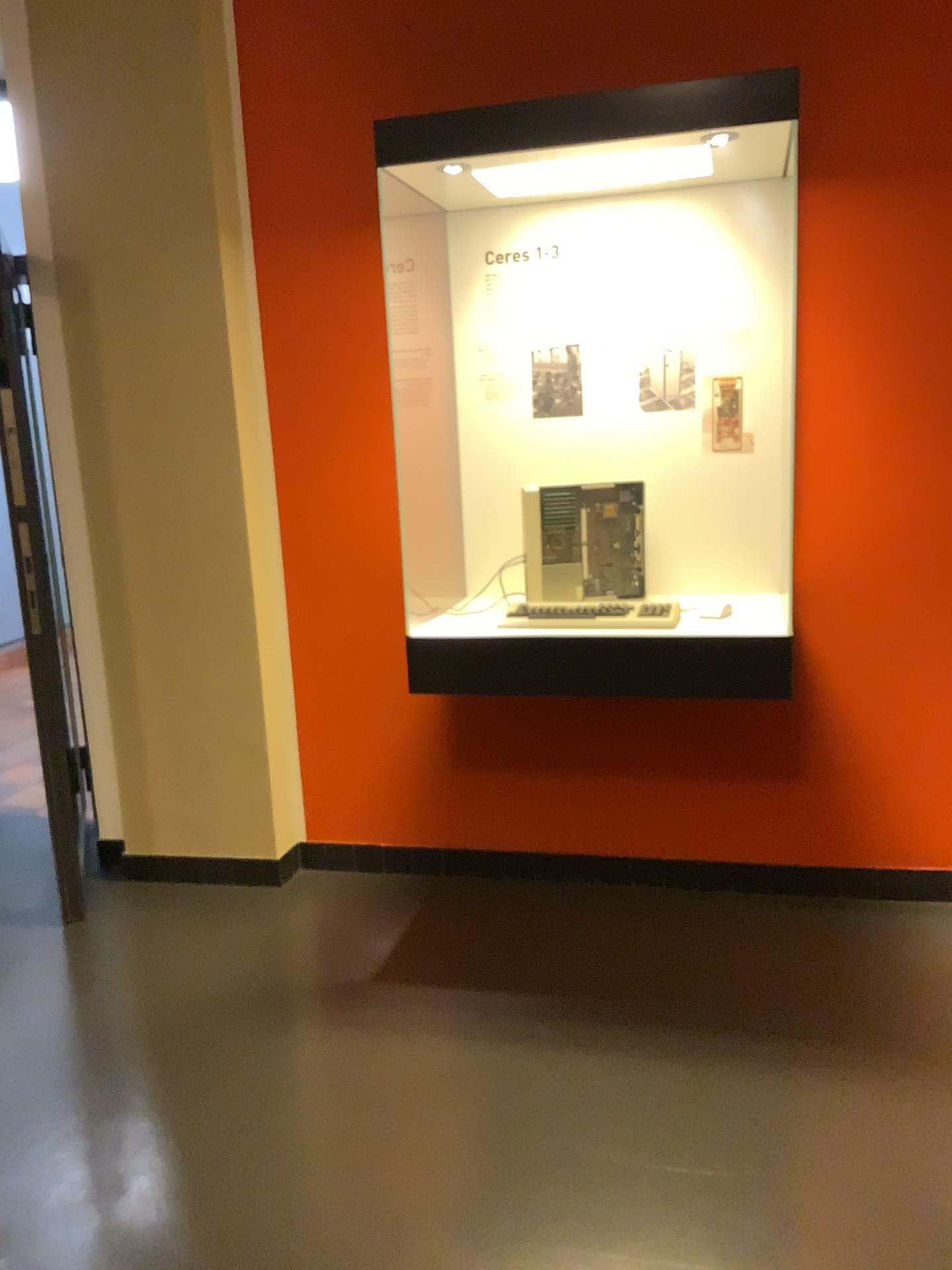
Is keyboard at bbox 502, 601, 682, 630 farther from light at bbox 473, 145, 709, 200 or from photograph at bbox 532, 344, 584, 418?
light at bbox 473, 145, 709, 200

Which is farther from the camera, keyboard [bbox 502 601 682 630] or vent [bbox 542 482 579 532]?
vent [bbox 542 482 579 532]

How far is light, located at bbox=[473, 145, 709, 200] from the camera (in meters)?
2.50

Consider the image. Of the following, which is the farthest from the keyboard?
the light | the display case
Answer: the light

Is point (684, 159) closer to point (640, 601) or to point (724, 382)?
point (724, 382)

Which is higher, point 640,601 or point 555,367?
point 555,367

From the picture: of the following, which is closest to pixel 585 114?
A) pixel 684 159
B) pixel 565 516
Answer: pixel 684 159

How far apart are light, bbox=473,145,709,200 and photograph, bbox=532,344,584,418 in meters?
0.5

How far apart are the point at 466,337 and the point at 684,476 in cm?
95

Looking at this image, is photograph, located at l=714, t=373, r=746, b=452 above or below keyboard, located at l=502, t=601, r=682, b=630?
above
